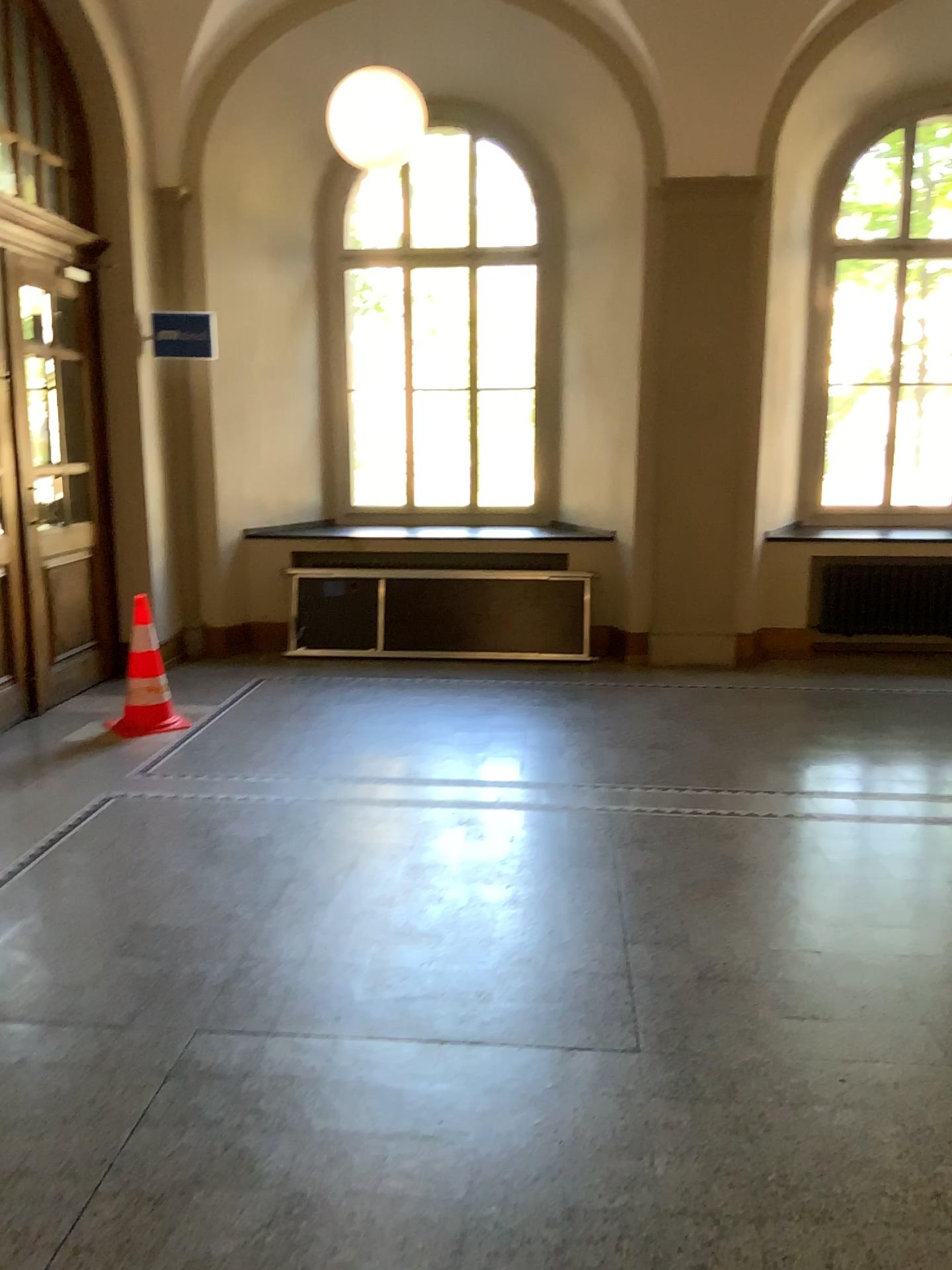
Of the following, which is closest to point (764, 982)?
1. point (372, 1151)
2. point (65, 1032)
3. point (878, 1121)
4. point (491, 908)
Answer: point (878, 1121)
